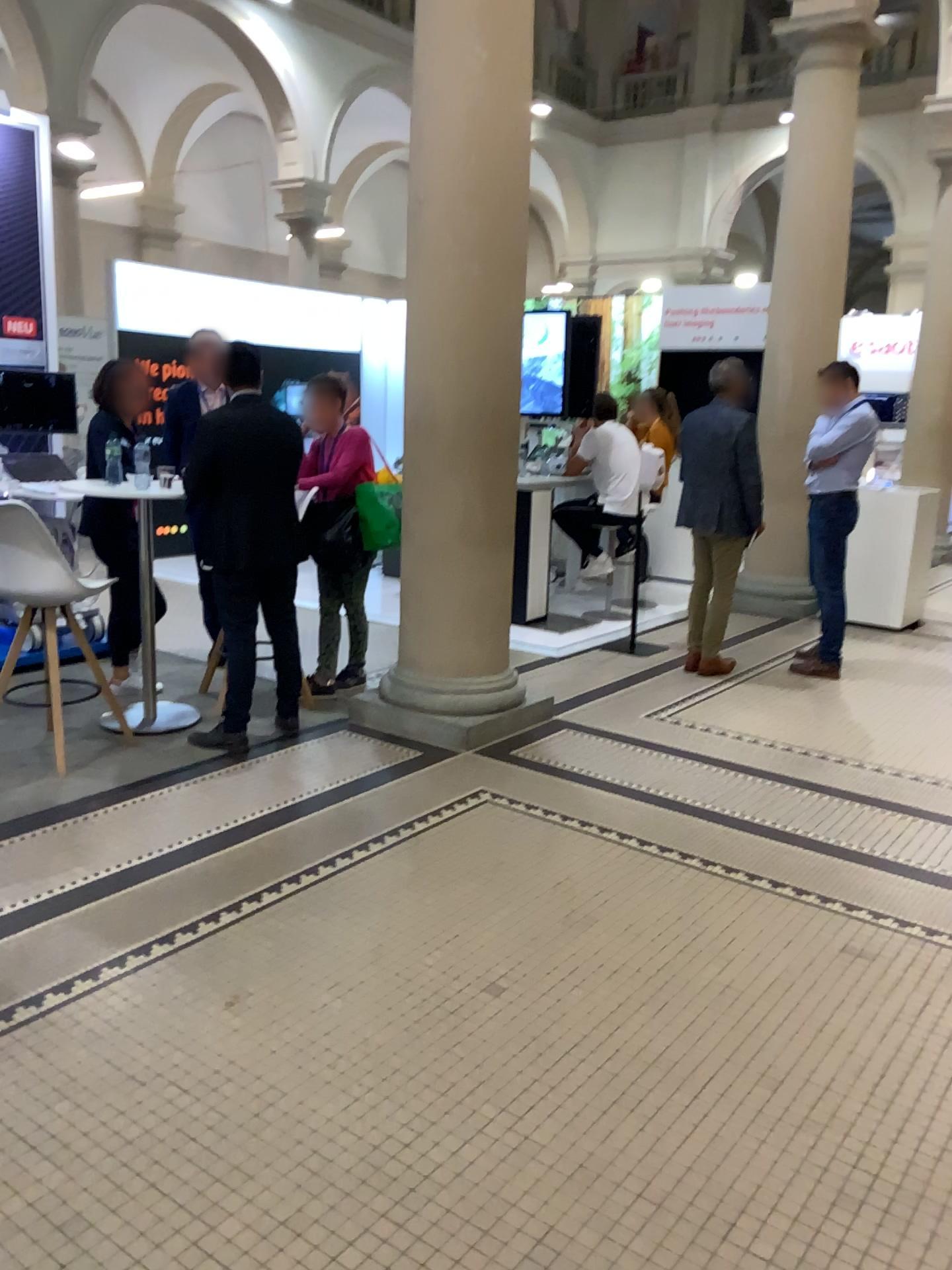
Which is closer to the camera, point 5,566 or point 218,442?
point 5,566

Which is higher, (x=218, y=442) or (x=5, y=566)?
(x=218, y=442)

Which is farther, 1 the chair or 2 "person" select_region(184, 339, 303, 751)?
2 "person" select_region(184, 339, 303, 751)

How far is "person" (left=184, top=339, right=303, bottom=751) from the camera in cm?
433

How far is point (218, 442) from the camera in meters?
4.3 m

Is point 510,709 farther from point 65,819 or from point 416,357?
point 65,819
